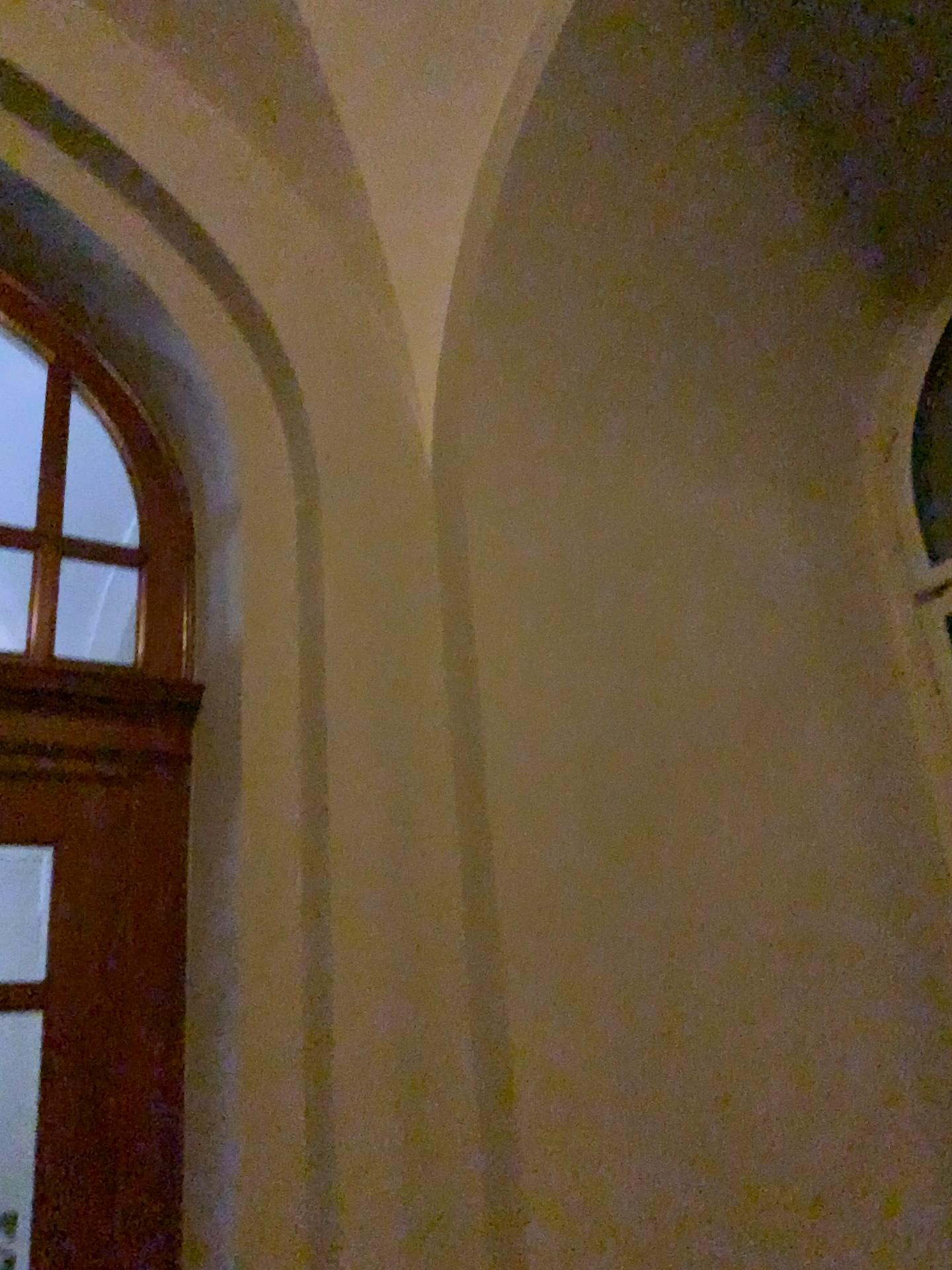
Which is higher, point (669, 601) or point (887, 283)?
point (887, 283)

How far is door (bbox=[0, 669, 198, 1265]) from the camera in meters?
2.3 m

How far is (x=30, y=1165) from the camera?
2.31m
